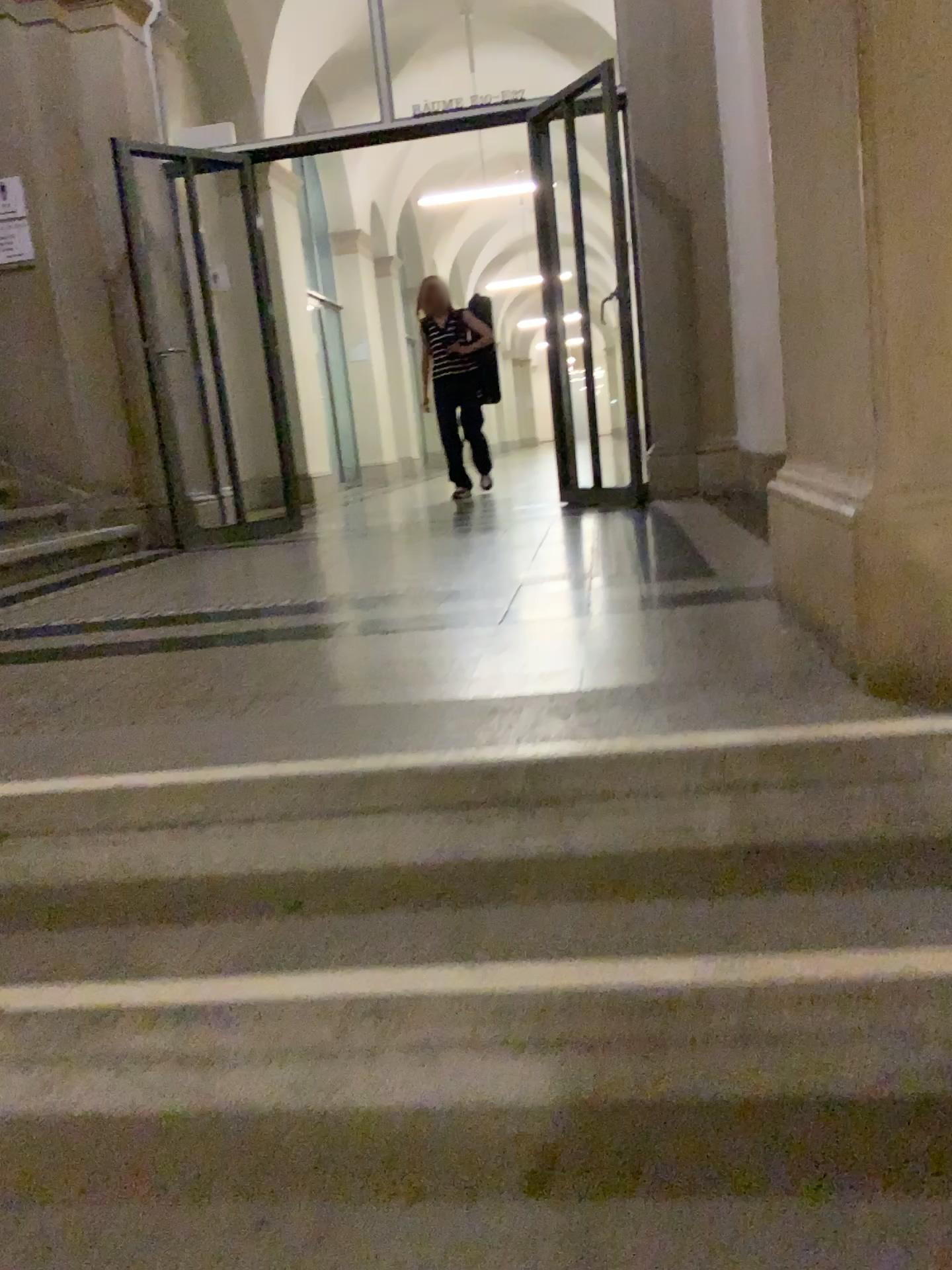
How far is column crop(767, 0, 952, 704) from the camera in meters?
1.4 m

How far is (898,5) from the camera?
1.4m

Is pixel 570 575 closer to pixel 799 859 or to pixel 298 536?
pixel 799 859

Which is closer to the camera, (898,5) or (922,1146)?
(922,1146)

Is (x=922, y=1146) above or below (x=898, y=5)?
below

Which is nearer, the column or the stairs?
the stairs
